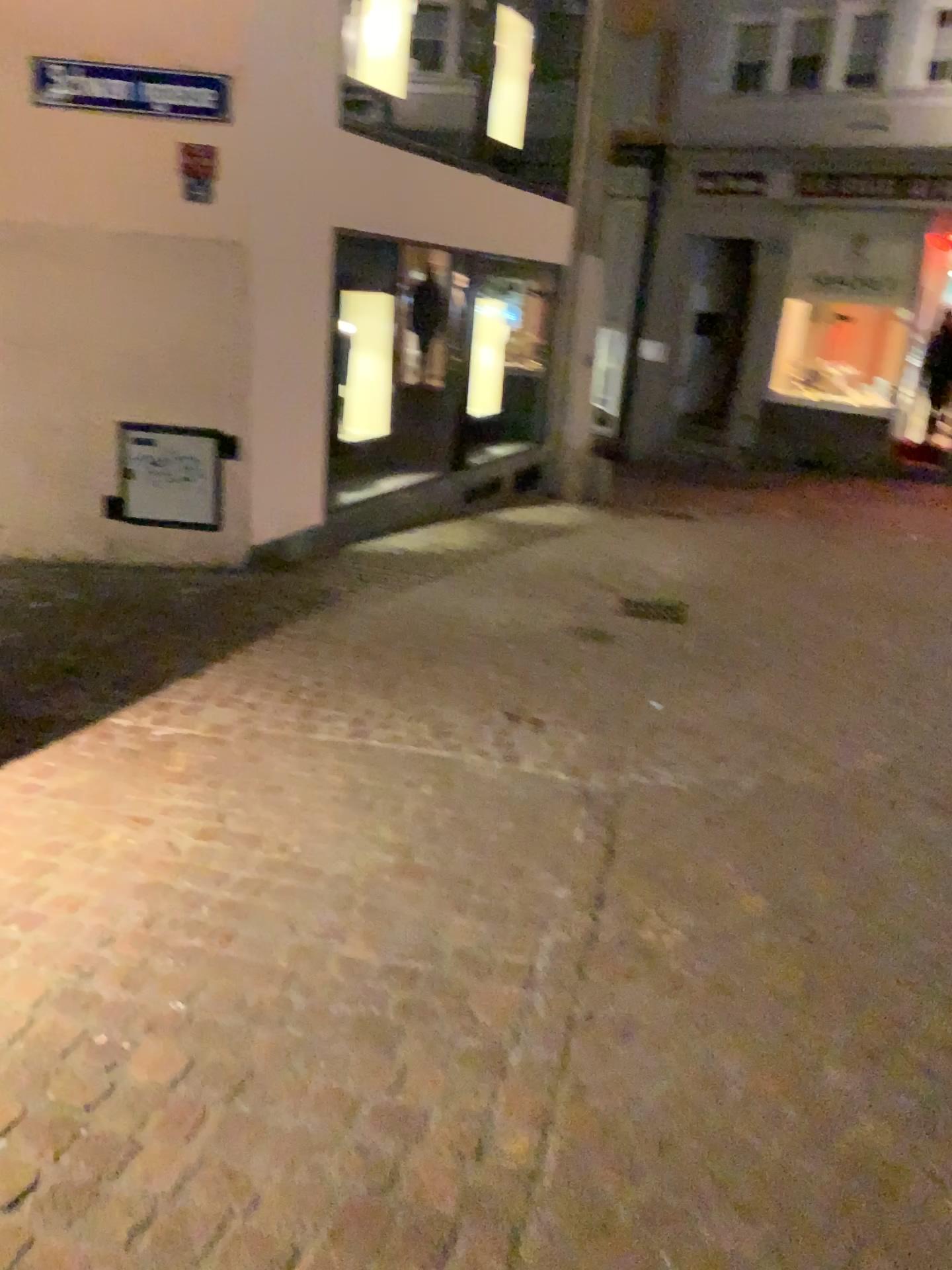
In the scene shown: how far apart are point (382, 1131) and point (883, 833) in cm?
196
